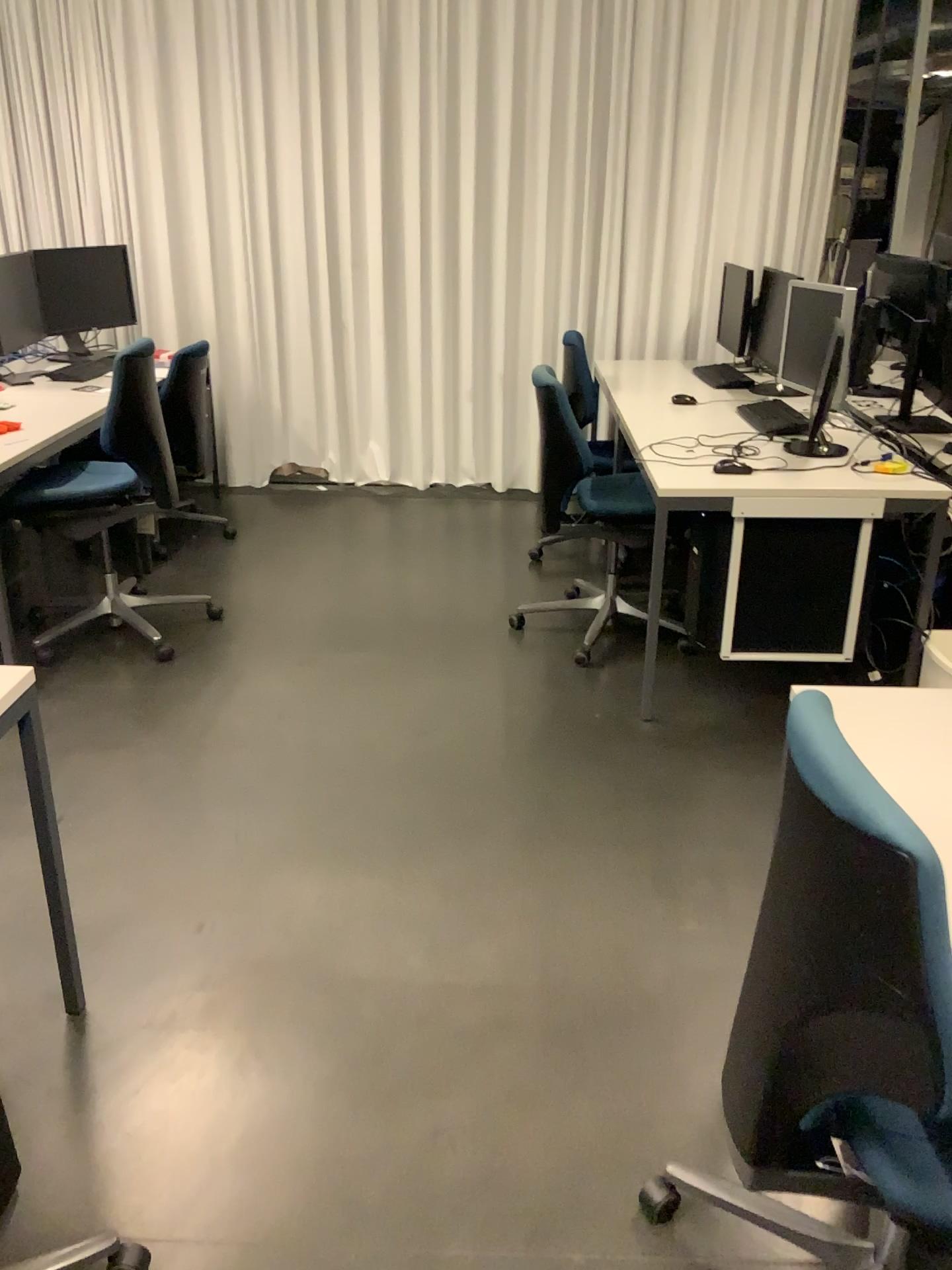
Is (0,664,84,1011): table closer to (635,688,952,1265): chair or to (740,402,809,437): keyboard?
(635,688,952,1265): chair

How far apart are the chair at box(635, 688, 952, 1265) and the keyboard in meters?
2.6 m

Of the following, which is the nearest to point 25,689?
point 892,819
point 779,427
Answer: point 892,819

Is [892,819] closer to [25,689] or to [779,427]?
[25,689]

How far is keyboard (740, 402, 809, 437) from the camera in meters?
3.7 m

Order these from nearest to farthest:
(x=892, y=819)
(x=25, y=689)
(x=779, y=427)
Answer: (x=892, y=819), (x=25, y=689), (x=779, y=427)

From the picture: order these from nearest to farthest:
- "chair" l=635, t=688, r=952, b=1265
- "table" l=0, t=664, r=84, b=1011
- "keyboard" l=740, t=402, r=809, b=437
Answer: "chair" l=635, t=688, r=952, b=1265 < "table" l=0, t=664, r=84, b=1011 < "keyboard" l=740, t=402, r=809, b=437

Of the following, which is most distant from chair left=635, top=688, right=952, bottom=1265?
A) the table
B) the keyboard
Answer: the keyboard

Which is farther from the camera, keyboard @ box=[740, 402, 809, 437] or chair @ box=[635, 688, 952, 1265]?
keyboard @ box=[740, 402, 809, 437]

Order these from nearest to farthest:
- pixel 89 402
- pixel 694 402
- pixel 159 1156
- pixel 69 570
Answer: pixel 159 1156
pixel 89 402
pixel 694 402
pixel 69 570
